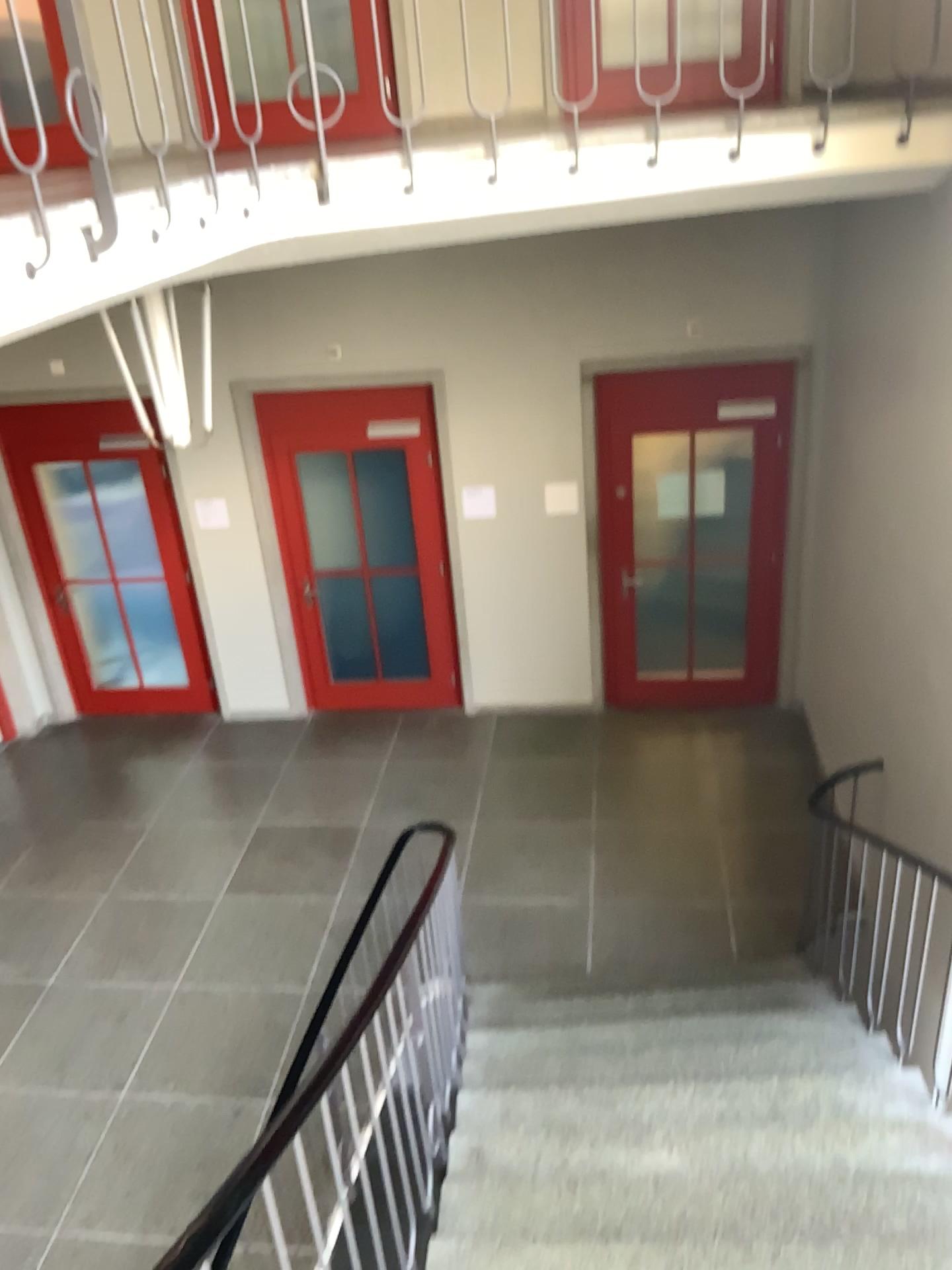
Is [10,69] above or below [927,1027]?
above

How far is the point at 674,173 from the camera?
3.73m

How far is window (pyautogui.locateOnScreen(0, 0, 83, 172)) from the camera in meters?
2.2 m

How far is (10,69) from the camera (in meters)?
2.18

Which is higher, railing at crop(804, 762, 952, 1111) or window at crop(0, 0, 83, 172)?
window at crop(0, 0, 83, 172)

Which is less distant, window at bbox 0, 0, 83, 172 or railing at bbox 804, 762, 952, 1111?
window at bbox 0, 0, 83, 172

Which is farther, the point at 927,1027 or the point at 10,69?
the point at 927,1027
